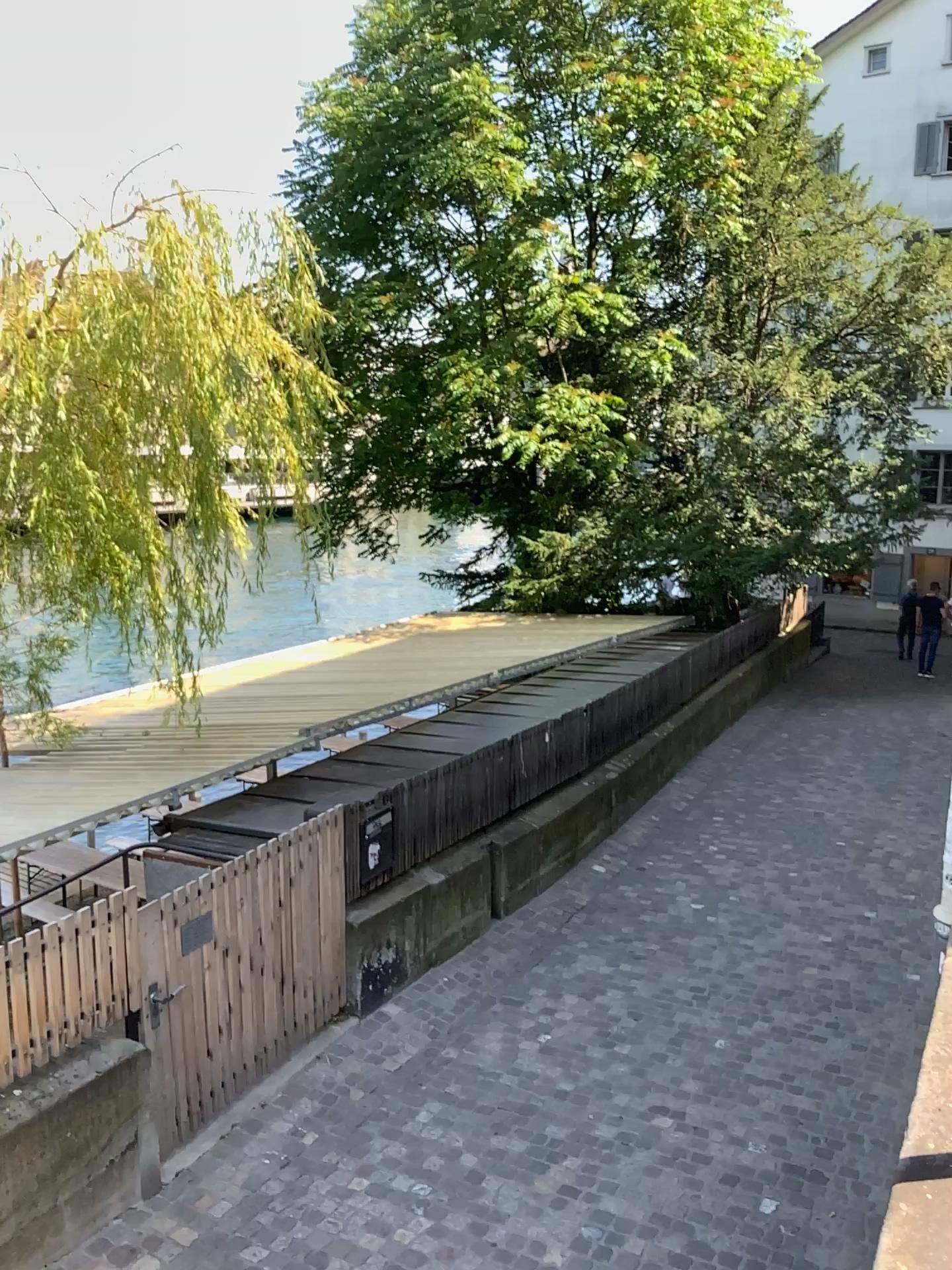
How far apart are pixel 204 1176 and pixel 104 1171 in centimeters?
55cm
